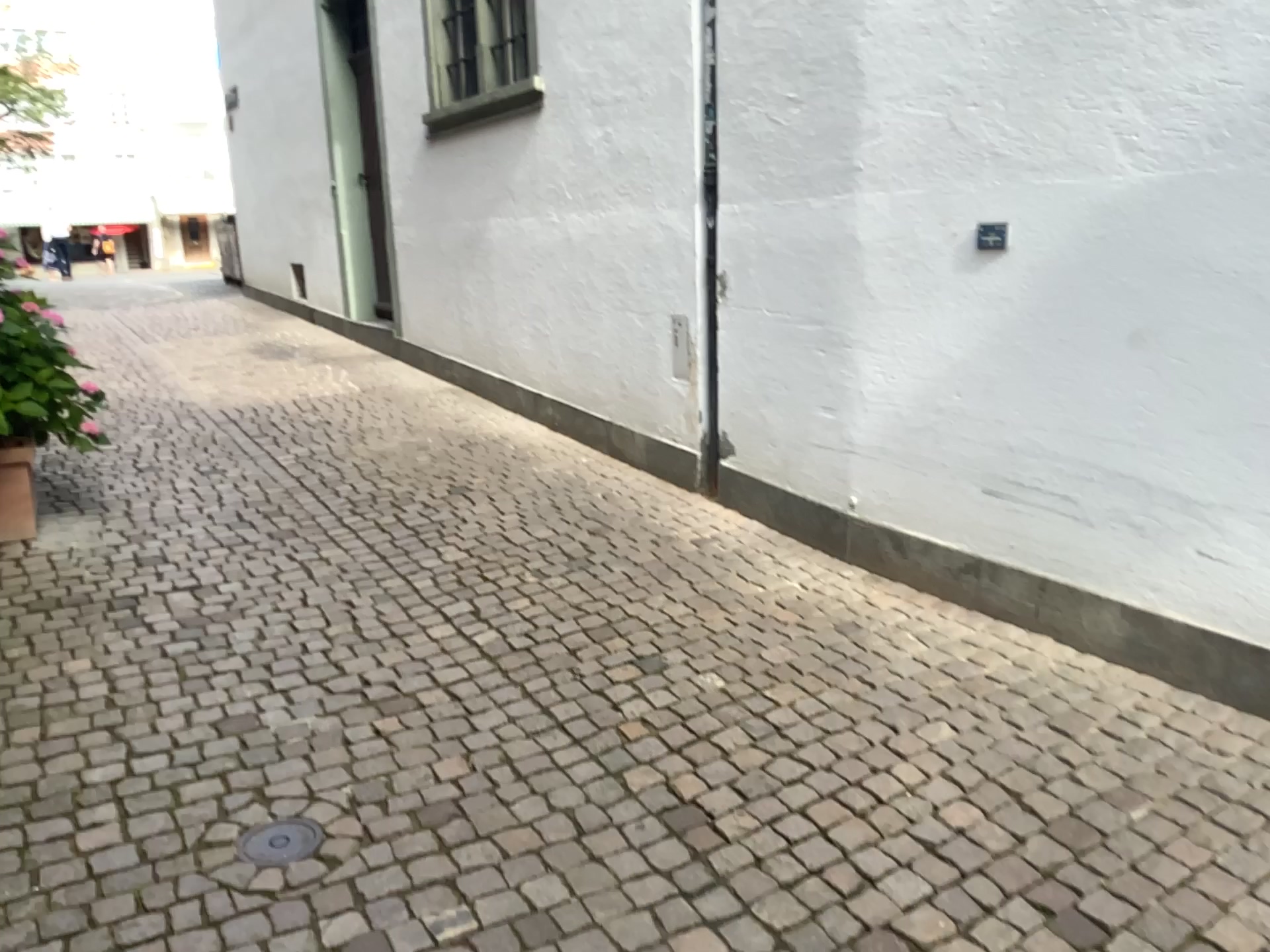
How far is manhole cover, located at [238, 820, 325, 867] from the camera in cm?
233

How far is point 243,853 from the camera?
2.33m

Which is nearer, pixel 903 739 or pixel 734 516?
pixel 903 739
